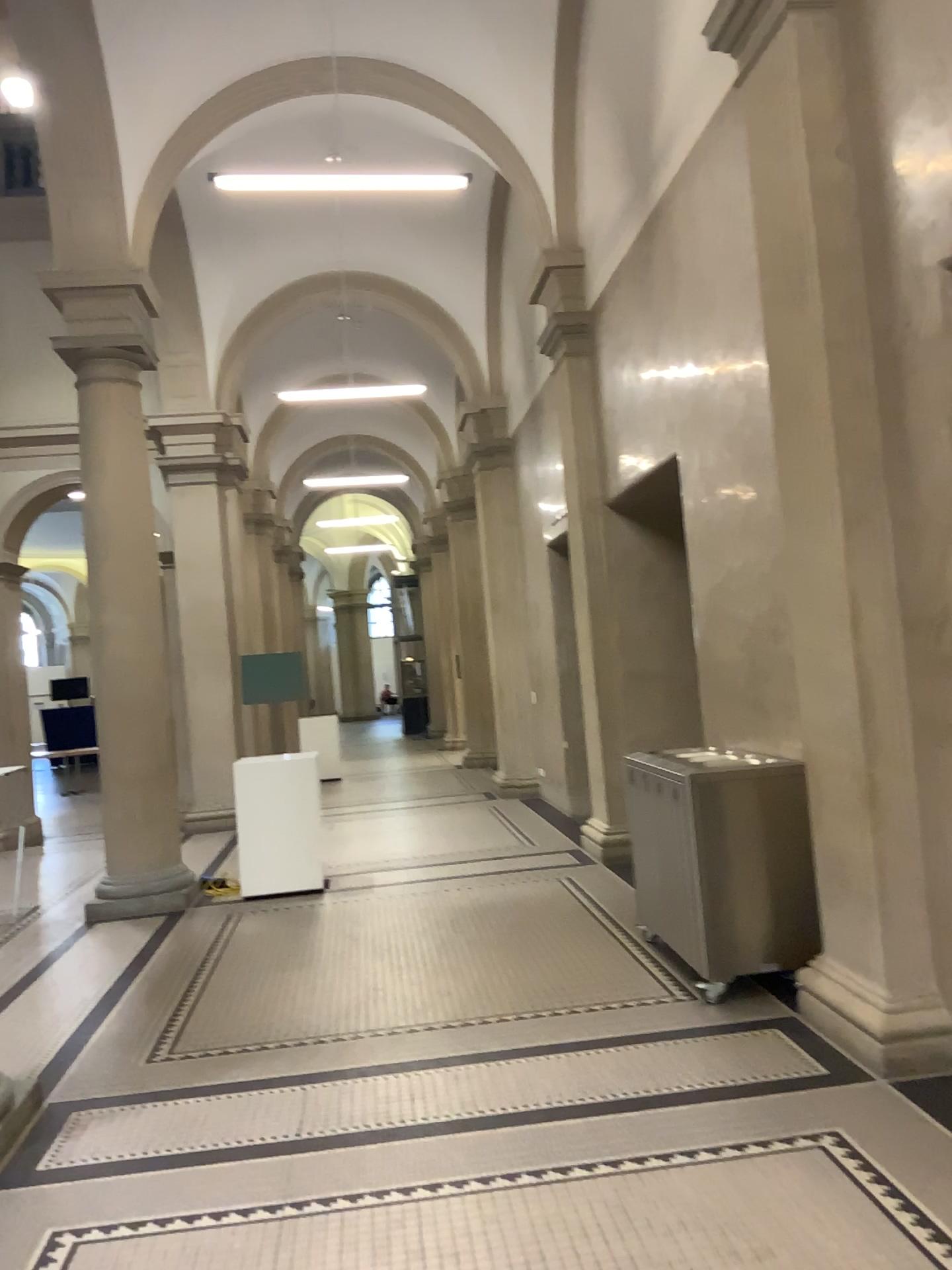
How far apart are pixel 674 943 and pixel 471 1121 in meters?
1.8 m
